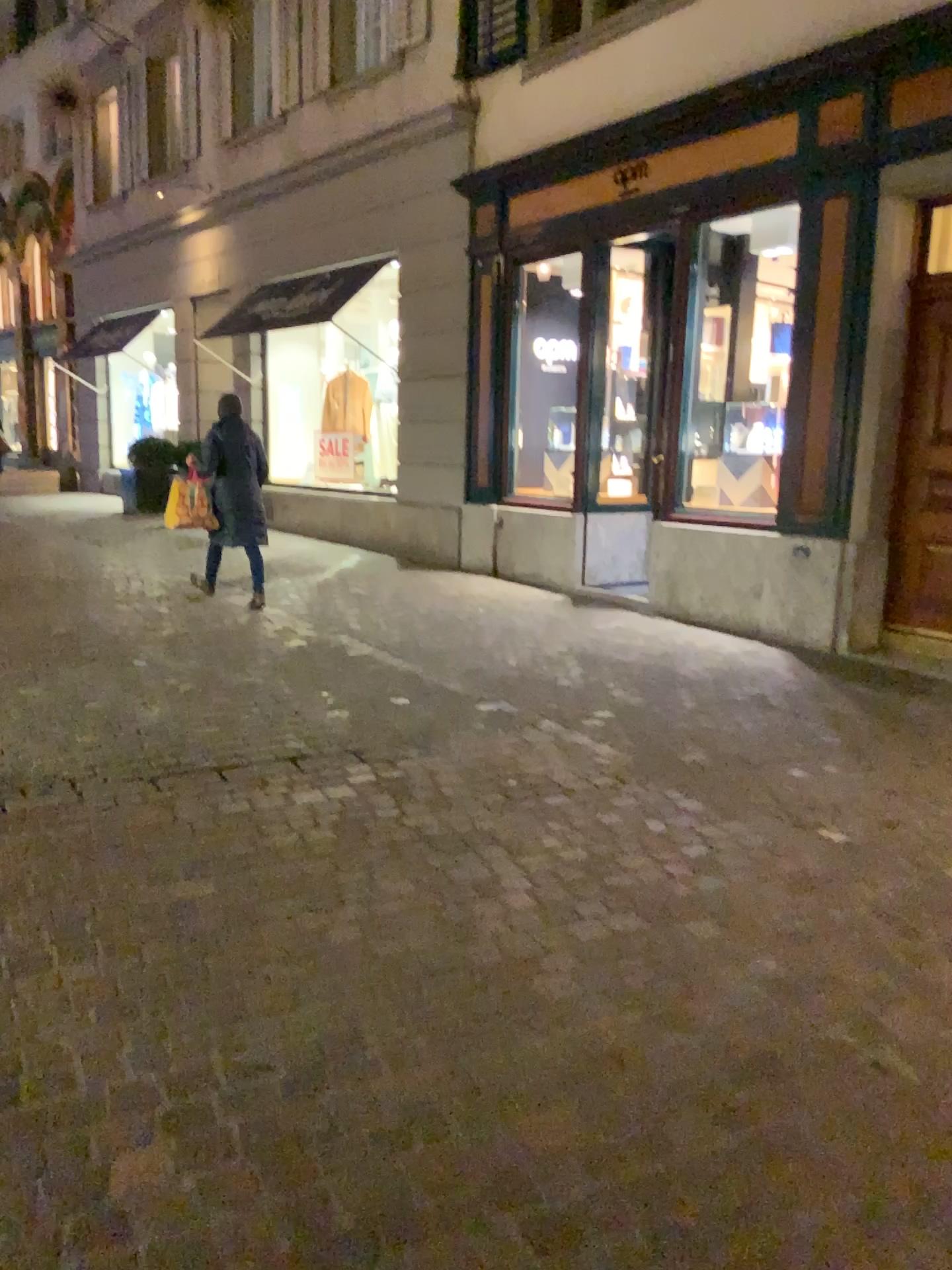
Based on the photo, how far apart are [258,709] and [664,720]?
1.87m
